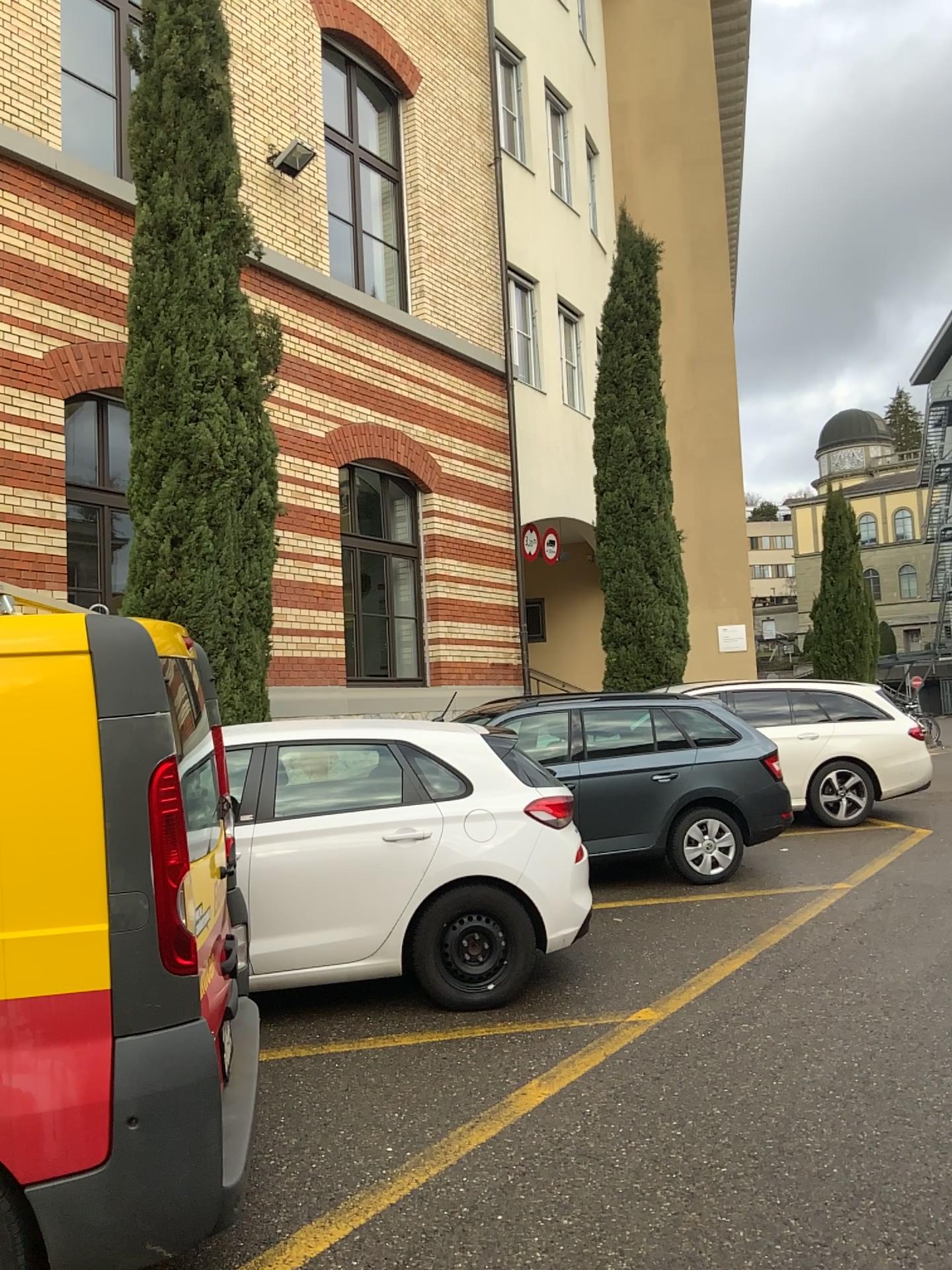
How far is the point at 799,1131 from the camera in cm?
368

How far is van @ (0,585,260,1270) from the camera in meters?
2.5 m

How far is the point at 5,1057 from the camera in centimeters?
251cm
